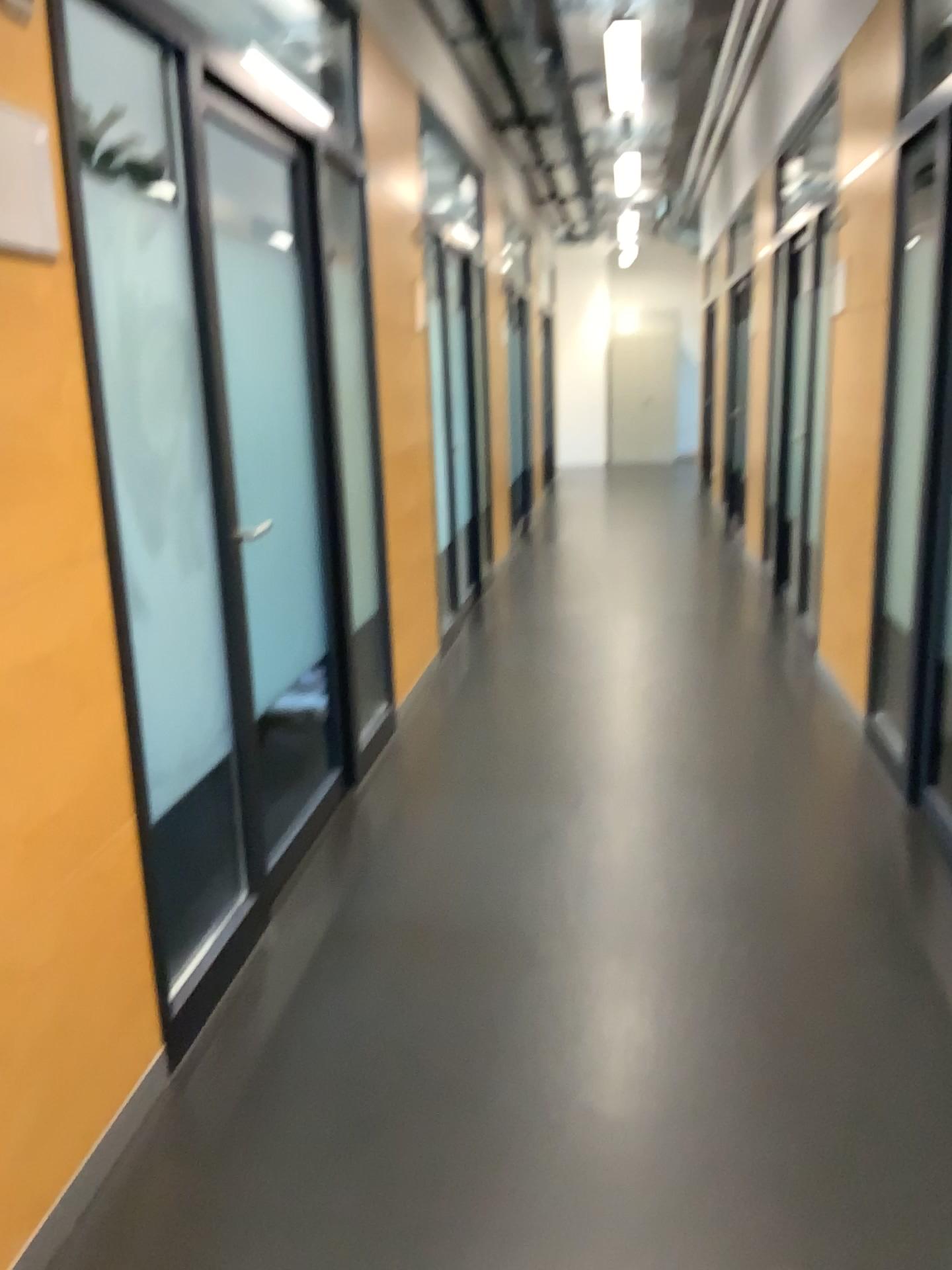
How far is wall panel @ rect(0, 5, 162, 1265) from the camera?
1.6 meters

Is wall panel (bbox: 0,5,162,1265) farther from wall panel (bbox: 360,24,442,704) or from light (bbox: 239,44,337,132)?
wall panel (bbox: 360,24,442,704)

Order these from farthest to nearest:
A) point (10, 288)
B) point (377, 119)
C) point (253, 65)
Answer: point (377, 119), point (253, 65), point (10, 288)

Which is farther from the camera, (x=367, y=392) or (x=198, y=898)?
(x=367, y=392)

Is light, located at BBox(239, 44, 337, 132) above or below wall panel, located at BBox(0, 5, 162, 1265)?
above

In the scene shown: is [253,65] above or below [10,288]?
above

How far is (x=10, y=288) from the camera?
1.6m

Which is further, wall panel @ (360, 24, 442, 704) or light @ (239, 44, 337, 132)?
wall panel @ (360, 24, 442, 704)

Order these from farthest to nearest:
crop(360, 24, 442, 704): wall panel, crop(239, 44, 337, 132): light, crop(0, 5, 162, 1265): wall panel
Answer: crop(360, 24, 442, 704): wall panel < crop(239, 44, 337, 132): light < crop(0, 5, 162, 1265): wall panel

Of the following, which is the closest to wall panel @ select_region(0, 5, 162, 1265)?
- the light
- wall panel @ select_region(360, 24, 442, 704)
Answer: the light
